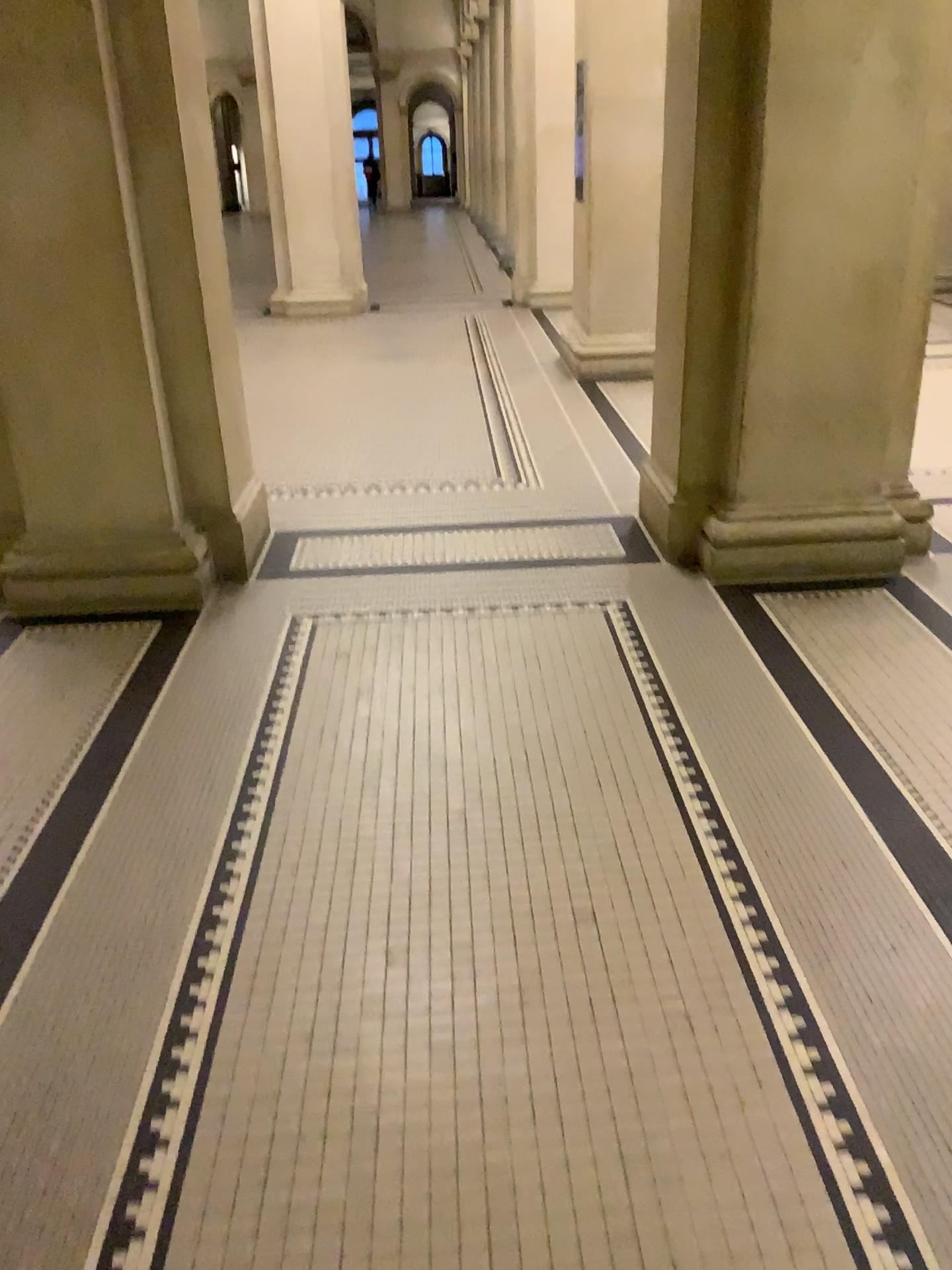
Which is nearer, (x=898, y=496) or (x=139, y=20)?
(x=139, y=20)

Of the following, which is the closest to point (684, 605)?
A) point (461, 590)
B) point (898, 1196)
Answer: point (461, 590)

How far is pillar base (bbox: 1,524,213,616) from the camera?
3.9m

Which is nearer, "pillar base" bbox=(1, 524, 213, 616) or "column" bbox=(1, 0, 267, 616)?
"column" bbox=(1, 0, 267, 616)

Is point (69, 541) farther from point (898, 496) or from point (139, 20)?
point (898, 496)

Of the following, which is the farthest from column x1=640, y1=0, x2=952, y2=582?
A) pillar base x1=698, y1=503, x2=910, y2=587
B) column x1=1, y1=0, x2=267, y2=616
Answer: column x1=1, y1=0, x2=267, y2=616

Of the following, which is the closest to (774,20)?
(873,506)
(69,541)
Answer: (873,506)

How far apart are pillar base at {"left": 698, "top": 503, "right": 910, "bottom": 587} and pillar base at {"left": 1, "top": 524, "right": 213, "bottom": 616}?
1.94m

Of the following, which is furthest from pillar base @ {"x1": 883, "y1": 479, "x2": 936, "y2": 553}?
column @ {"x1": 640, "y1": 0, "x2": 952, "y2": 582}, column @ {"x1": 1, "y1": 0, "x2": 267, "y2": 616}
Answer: column @ {"x1": 1, "y1": 0, "x2": 267, "y2": 616}

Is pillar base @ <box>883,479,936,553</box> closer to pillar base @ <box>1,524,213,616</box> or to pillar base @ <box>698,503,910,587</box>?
pillar base @ <box>698,503,910,587</box>
